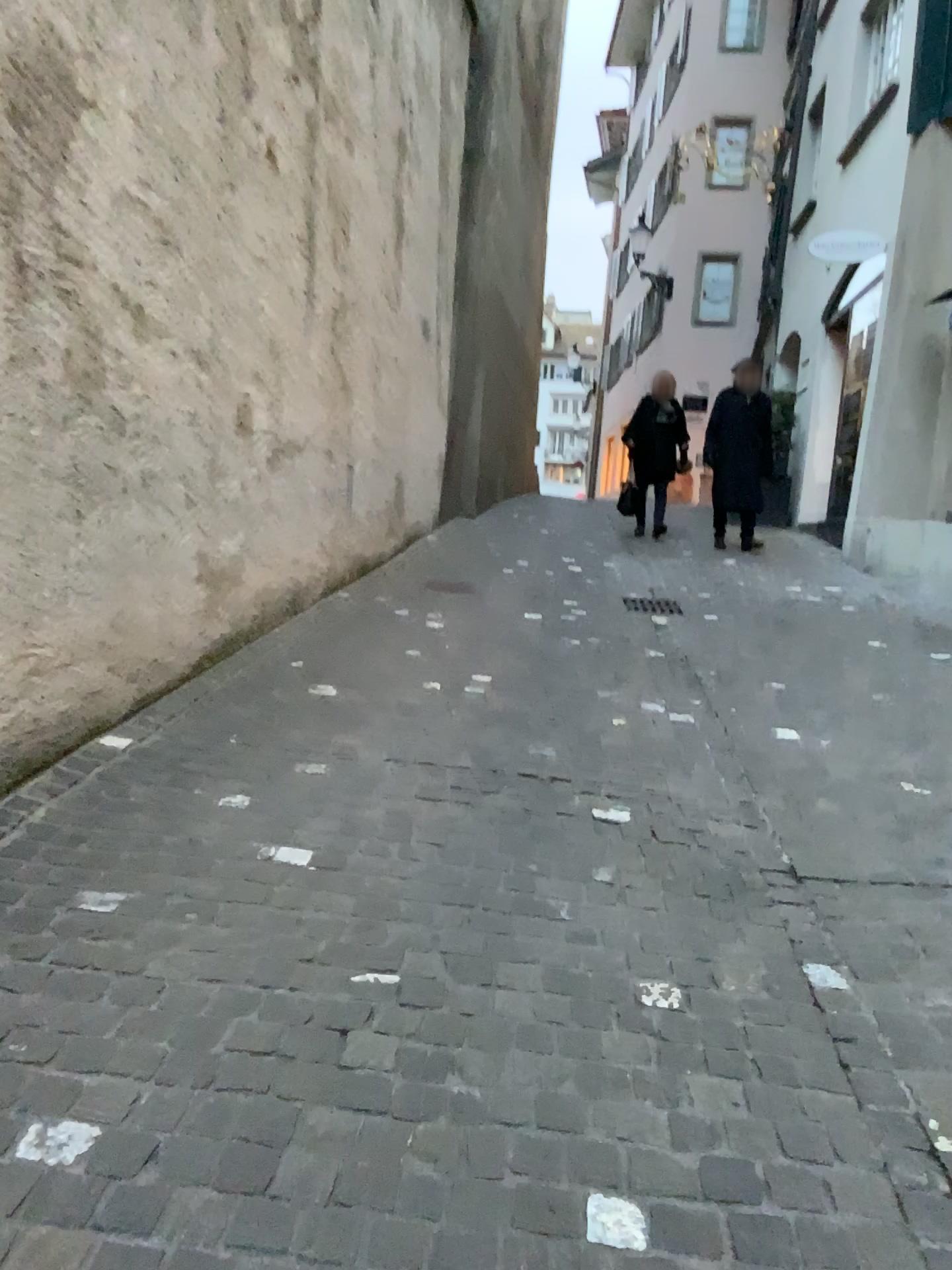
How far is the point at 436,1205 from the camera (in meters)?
1.63
